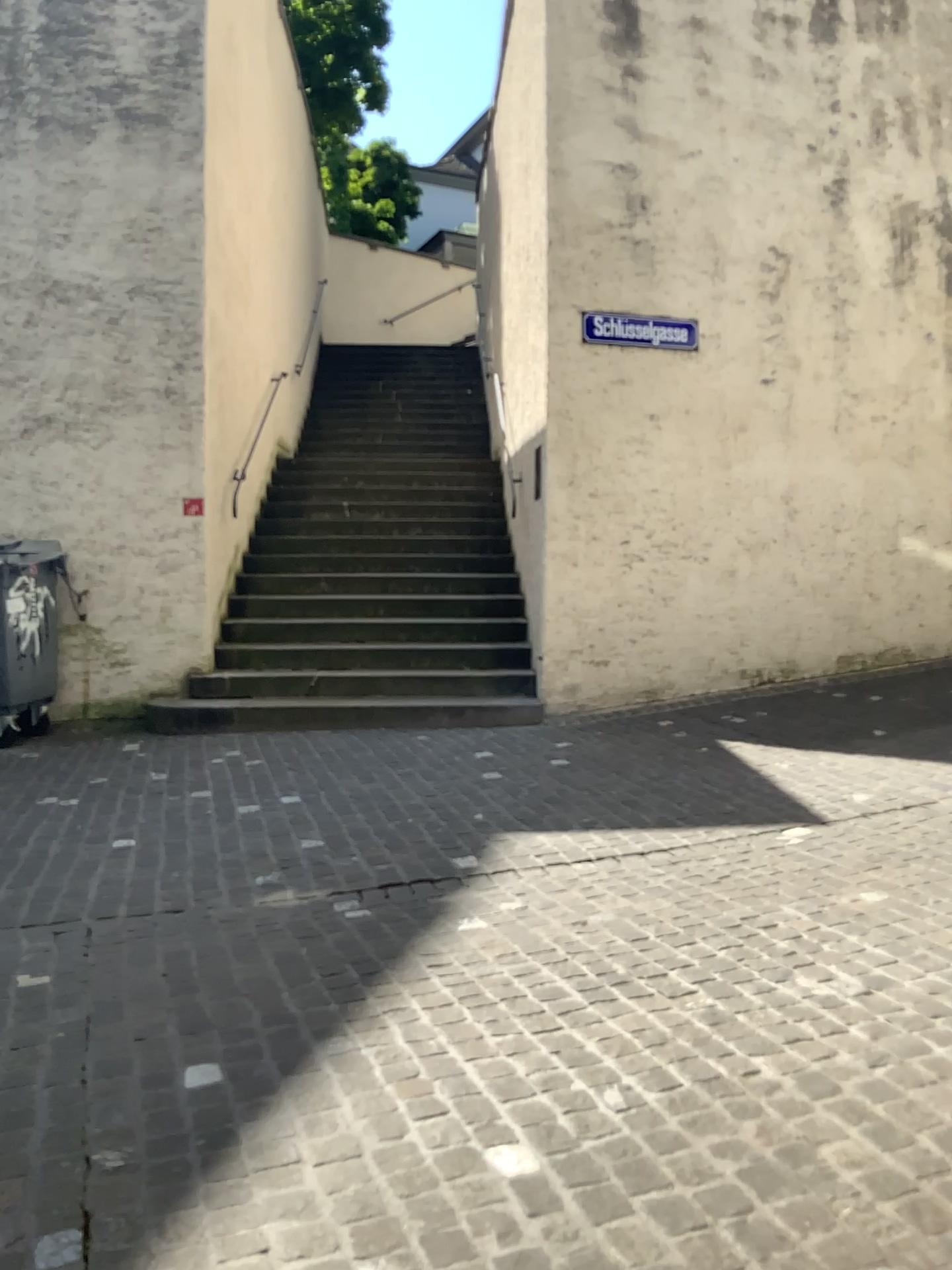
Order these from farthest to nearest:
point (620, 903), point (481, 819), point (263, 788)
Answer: point (263, 788) < point (481, 819) < point (620, 903)
